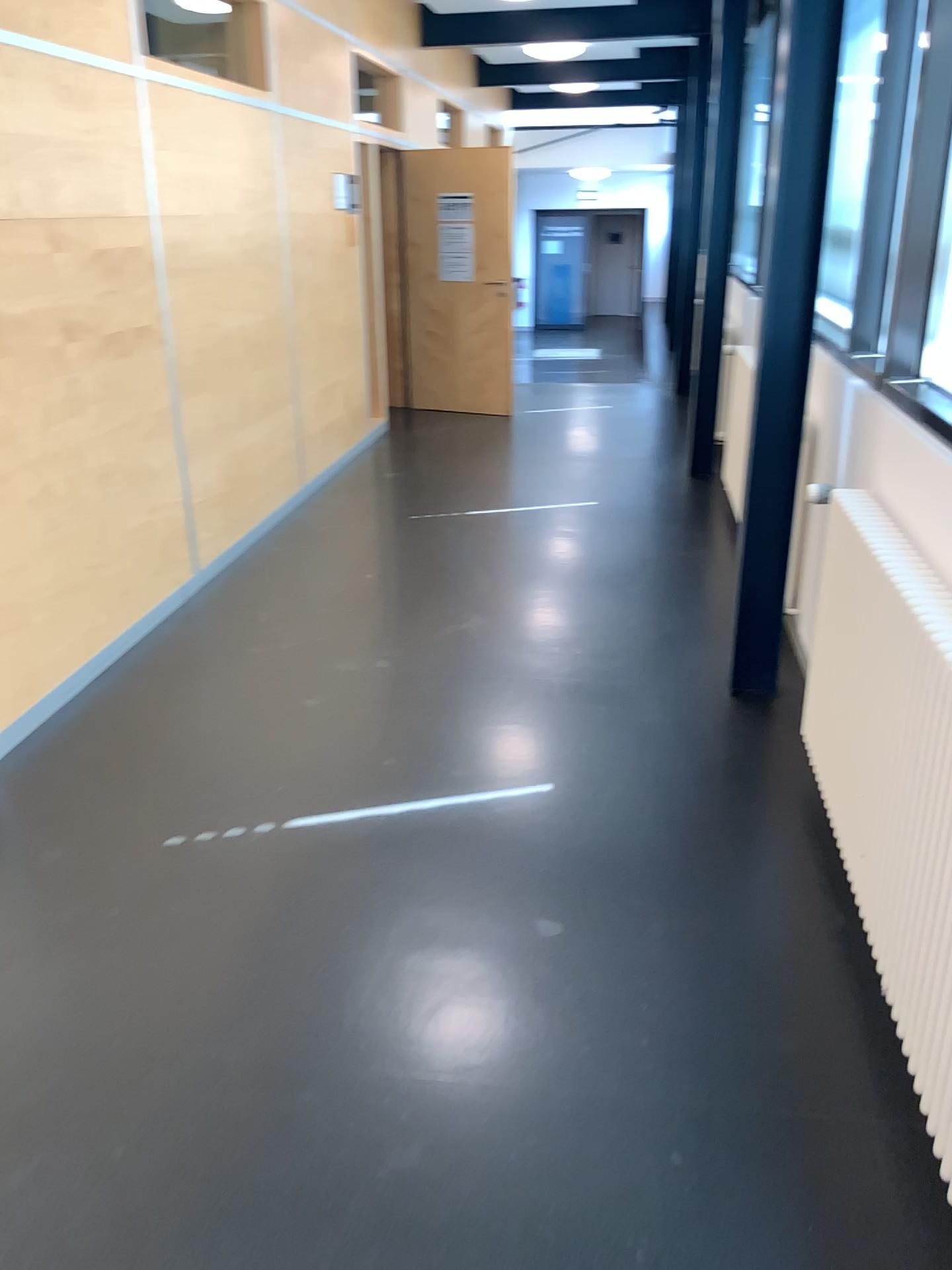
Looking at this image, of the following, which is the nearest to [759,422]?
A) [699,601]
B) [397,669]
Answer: [699,601]
